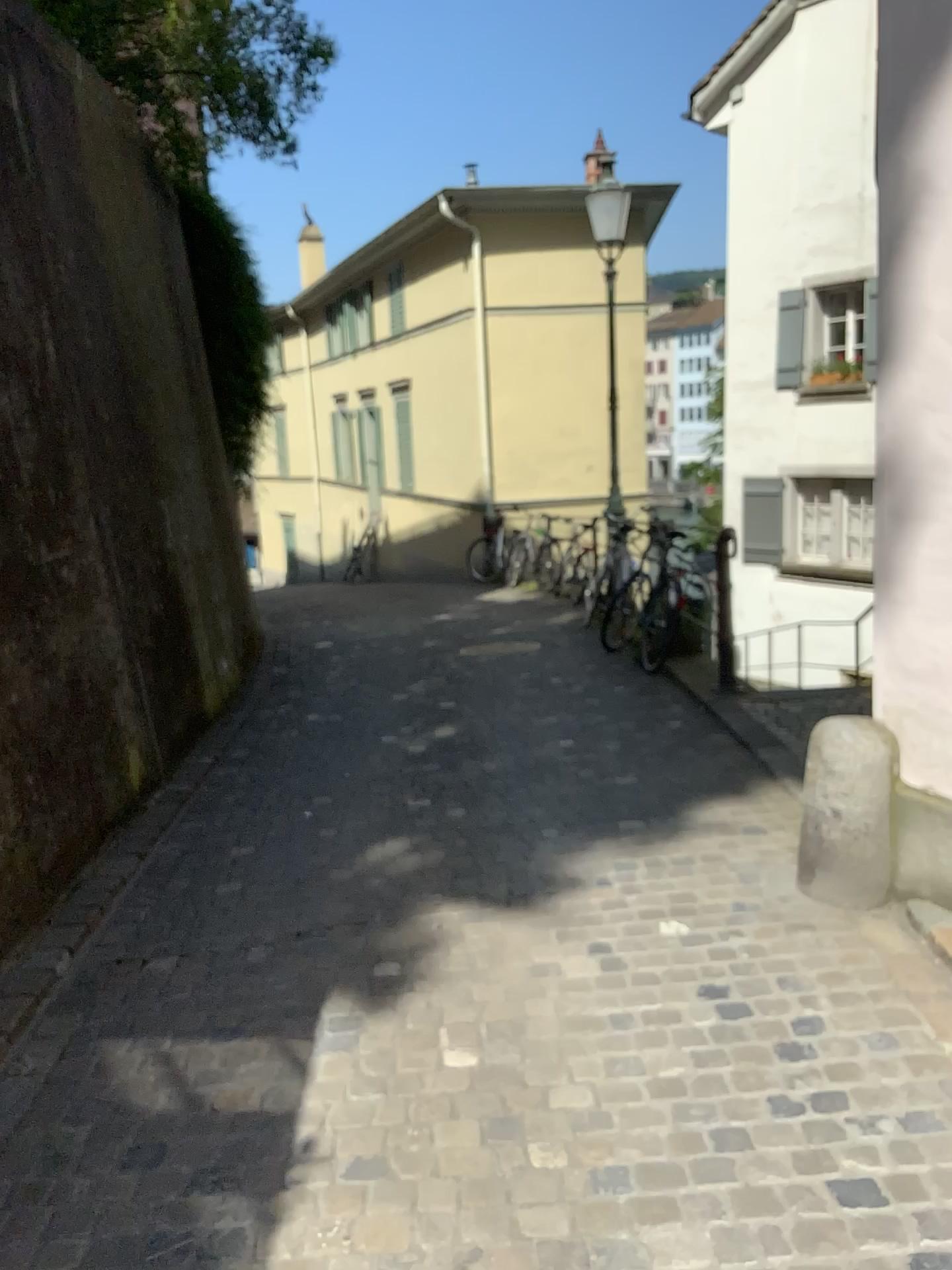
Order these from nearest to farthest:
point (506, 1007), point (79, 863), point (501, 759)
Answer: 1. point (506, 1007)
2. point (79, 863)
3. point (501, 759)
